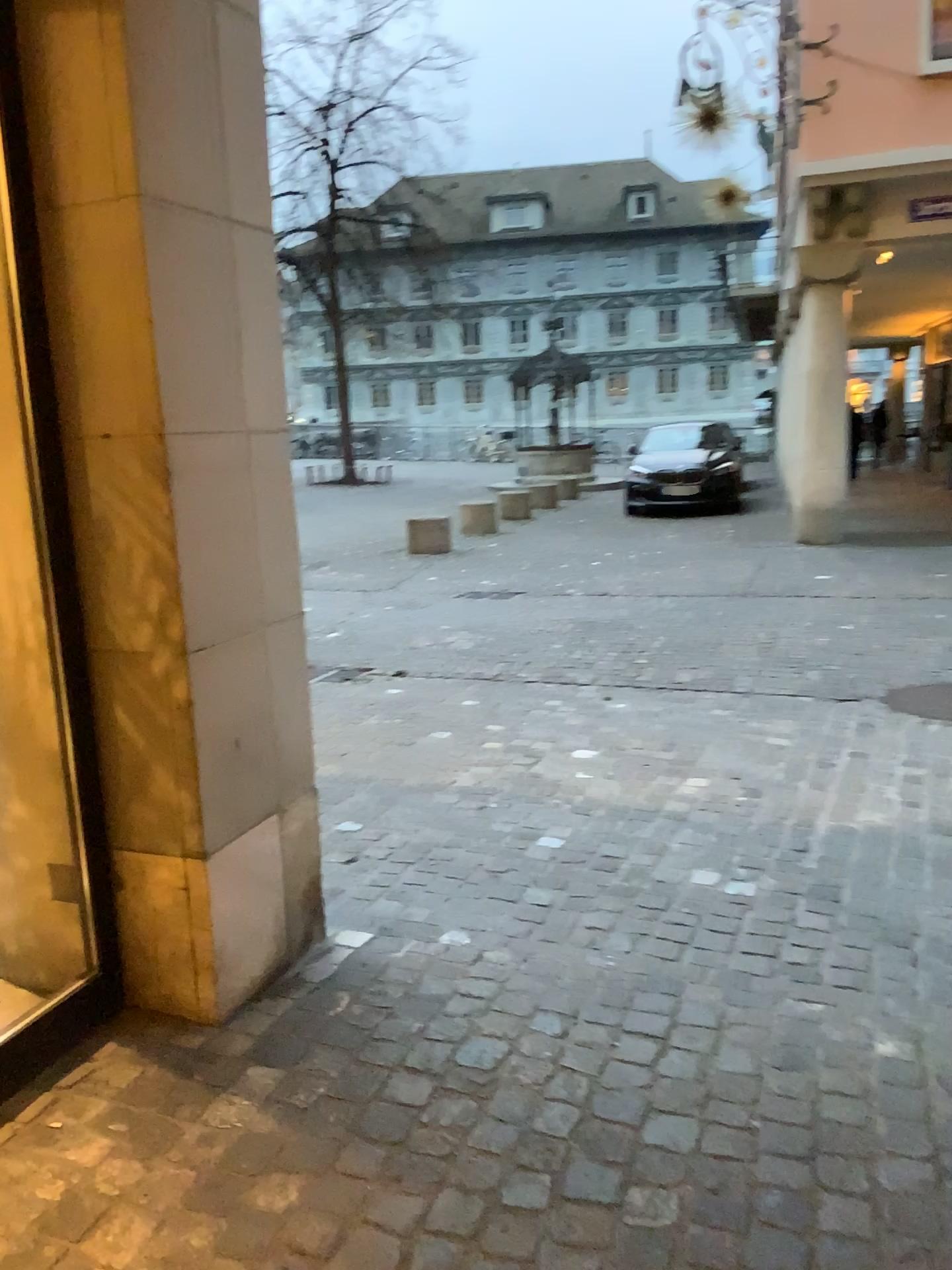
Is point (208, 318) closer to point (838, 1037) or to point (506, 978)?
point (506, 978)
